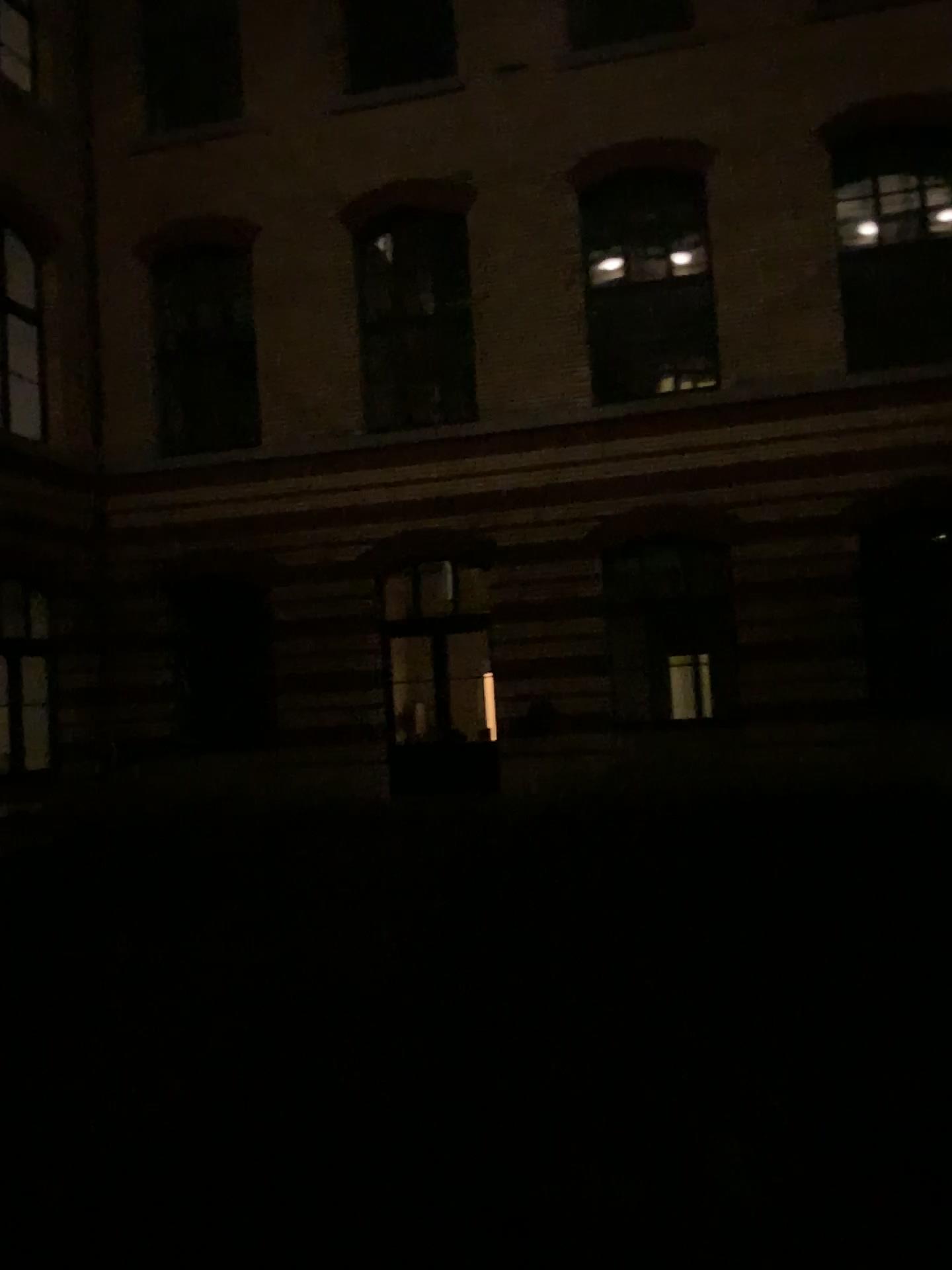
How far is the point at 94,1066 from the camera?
4.44m
